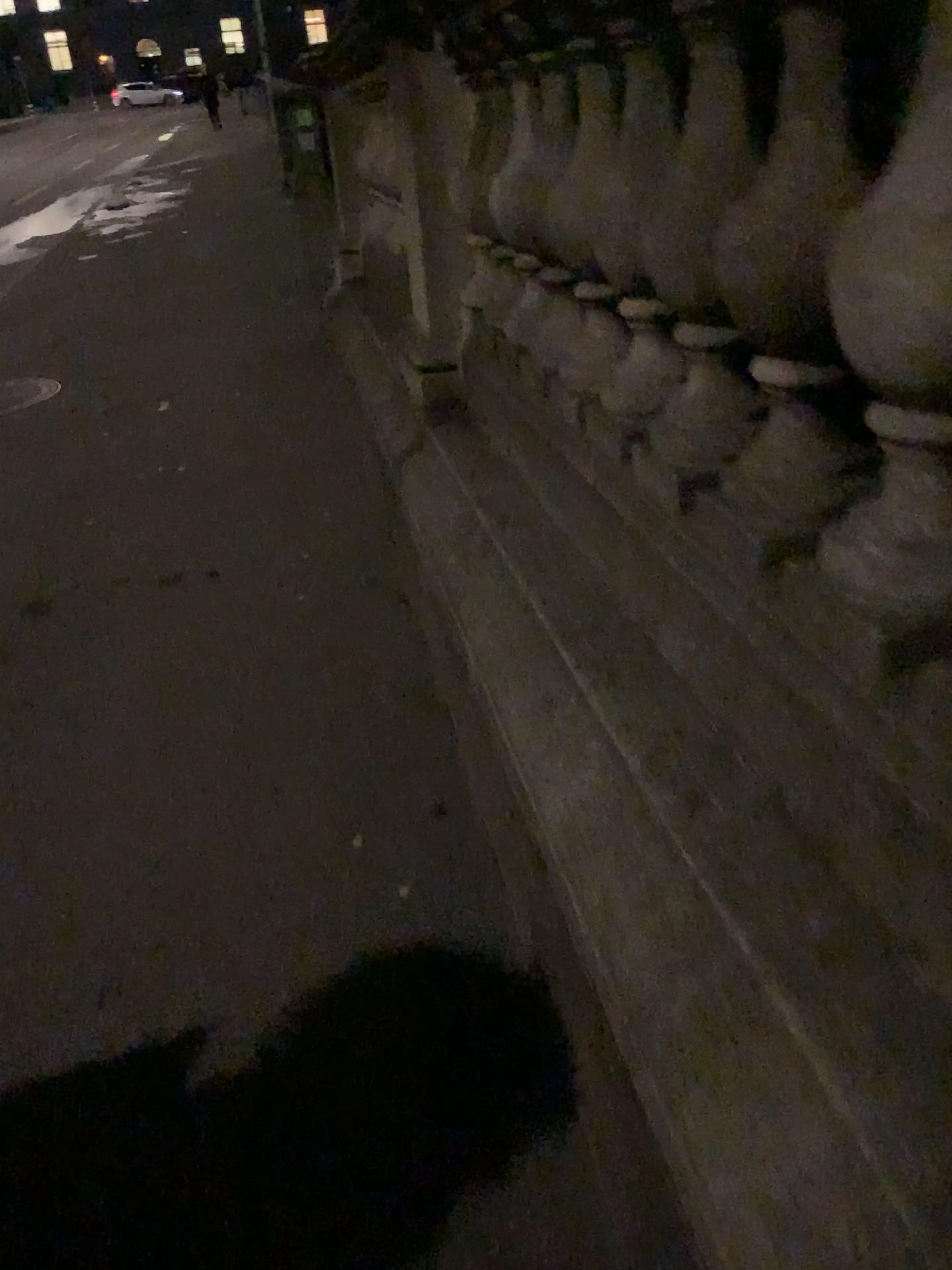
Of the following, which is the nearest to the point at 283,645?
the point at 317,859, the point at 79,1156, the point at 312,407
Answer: the point at 317,859

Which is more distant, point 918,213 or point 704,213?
point 704,213

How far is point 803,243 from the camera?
1.0 meters

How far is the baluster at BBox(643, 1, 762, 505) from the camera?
1.2 meters

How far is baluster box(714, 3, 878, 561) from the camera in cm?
101

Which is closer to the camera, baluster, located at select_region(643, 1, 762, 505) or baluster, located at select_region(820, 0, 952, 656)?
baluster, located at select_region(820, 0, 952, 656)

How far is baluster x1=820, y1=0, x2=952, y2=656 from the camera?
0.8 meters

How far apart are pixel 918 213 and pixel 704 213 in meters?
0.5
